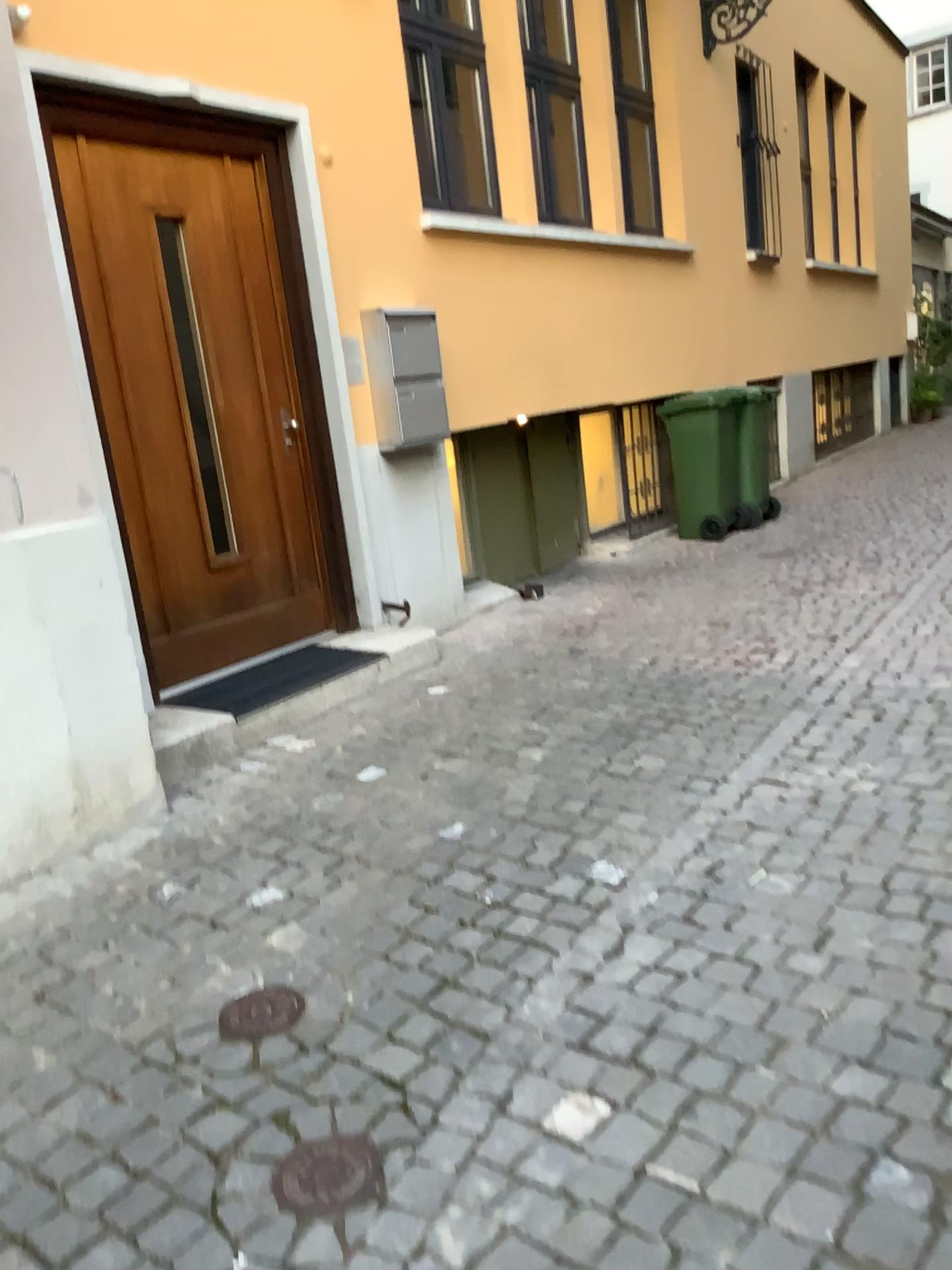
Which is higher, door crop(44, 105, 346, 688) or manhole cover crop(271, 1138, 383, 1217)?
door crop(44, 105, 346, 688)

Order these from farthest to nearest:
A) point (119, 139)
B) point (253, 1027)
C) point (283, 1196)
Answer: point (119, 139) → point (253, 1027) → point (283, 1196)

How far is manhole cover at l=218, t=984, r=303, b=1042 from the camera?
2.26m

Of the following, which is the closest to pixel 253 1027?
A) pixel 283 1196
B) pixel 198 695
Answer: pixel 283 1196

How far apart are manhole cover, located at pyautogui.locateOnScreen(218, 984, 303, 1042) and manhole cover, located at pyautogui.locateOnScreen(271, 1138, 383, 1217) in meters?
0.4

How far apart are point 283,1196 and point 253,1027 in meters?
0.5 m

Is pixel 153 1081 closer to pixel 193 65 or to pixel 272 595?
pixel 272 595

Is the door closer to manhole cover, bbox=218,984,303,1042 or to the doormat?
the doormat

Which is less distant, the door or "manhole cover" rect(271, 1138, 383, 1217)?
"manhole cover" rect(271, 1138, 383, 1217)

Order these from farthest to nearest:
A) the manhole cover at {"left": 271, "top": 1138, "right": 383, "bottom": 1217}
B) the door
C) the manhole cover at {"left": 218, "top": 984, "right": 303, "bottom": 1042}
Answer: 1. the door
2. the manhole cover at {"left": 218, "top": 984, "right": 303, "bottom": 1042}
3. the manhole cover at {"left": 271, "top": 1138, "right": 383, "bottom": 1217}
